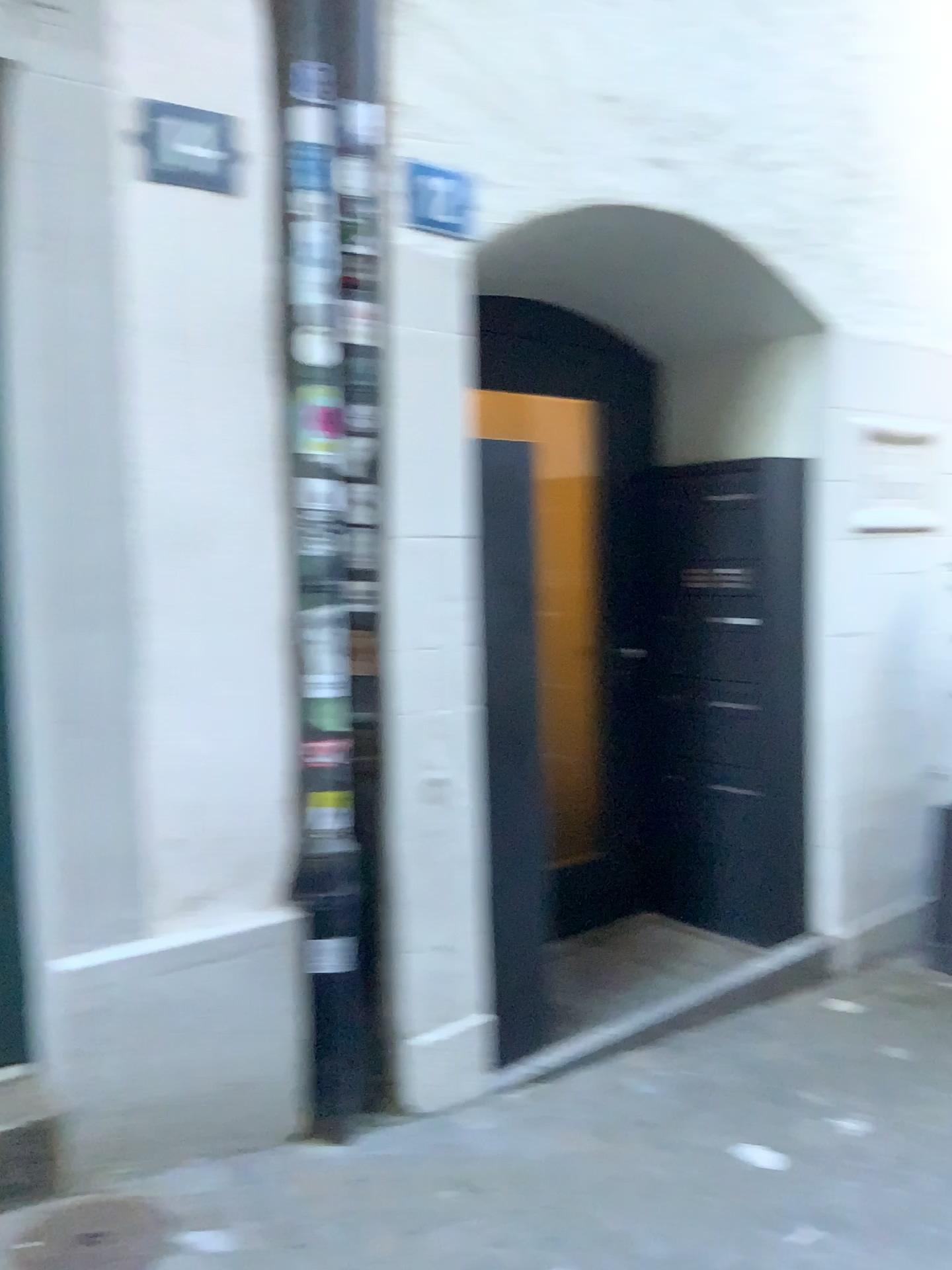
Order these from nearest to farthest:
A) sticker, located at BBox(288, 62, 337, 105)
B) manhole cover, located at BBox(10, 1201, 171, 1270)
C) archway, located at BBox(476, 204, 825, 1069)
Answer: manhole cover, located at BBox(10, 1201, 171, 1270) < sticker, located at BBox(288, 62, 337, 105) < archway, located at BBox(476, 204, 825, 1069)

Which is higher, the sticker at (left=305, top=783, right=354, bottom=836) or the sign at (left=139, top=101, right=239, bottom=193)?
the sign at (left=139, top=101, right=239, bottom=193)

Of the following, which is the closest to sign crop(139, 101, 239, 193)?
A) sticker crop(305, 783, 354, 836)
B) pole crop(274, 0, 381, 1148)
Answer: pole crop(274, 0, 381, 1148)

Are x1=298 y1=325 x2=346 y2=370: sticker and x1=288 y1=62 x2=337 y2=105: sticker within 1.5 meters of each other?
yes

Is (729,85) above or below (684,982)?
above

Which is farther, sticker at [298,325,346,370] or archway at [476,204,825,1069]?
archway at [476,204,825,1069]

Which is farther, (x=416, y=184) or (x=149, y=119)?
(x=416, y=184)

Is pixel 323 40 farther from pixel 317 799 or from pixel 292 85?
pixel 317 799

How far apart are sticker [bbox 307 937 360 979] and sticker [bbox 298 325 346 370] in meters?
1.4 m

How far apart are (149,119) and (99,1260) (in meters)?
2.20
